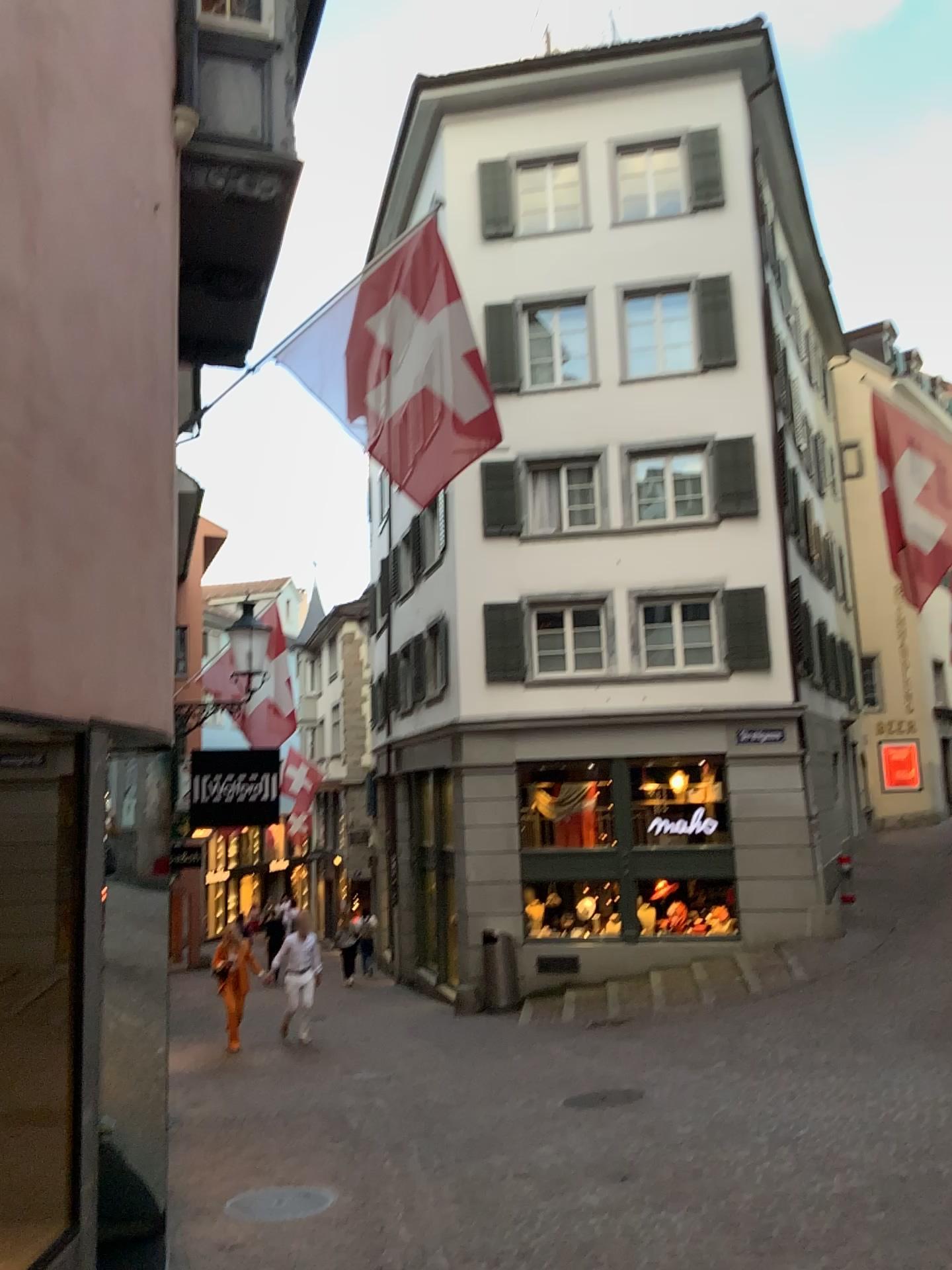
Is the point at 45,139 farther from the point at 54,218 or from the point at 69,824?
the point at 69,824
